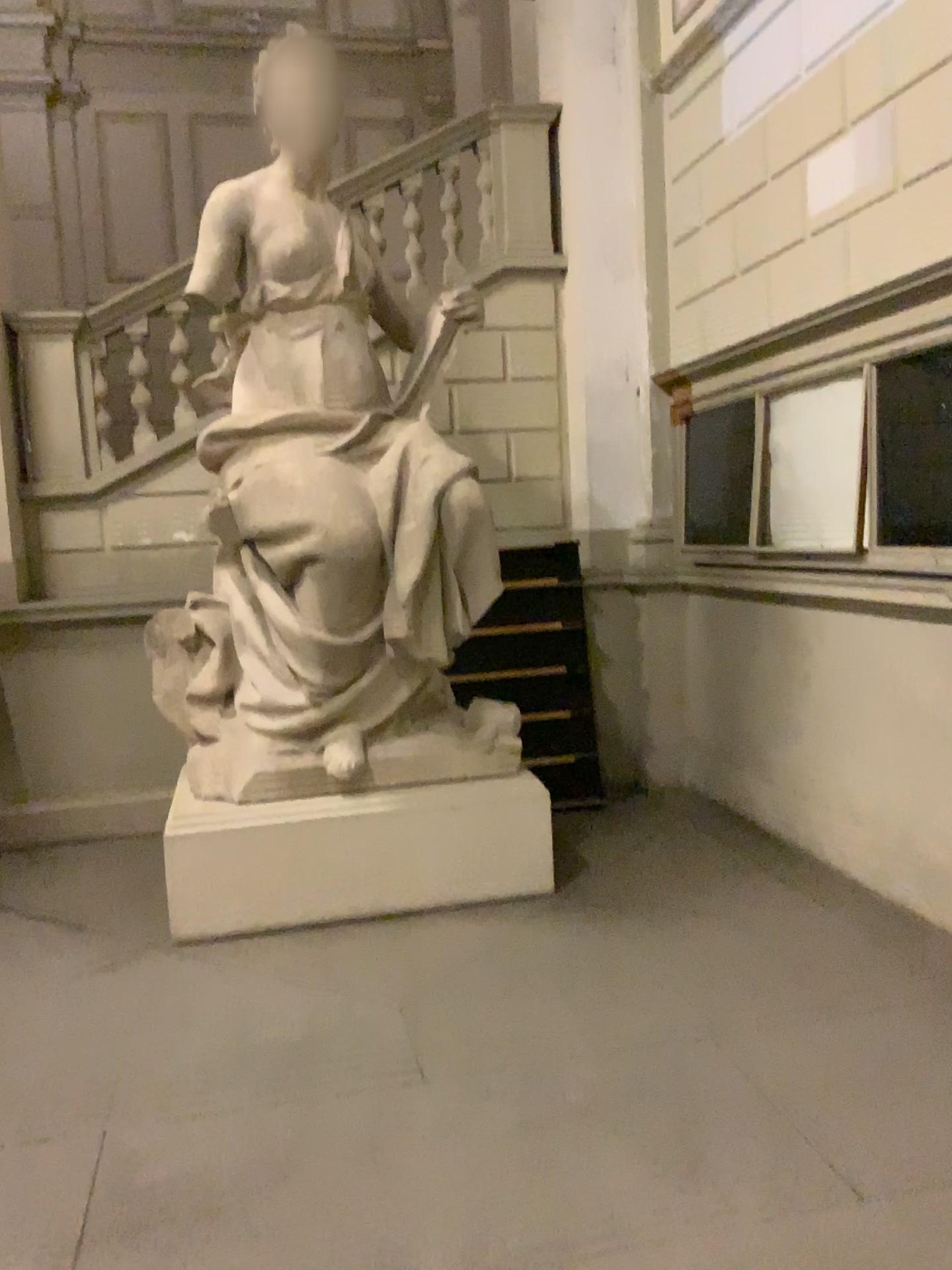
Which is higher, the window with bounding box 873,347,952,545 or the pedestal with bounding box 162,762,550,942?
the window with bounding box 873,347,952,545

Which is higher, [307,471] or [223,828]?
[307,471]

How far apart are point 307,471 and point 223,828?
1.46m

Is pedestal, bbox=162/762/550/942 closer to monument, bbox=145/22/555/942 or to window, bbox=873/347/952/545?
monument, bbox=145/22/555/942

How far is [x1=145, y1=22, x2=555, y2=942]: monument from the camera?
4.1 meters

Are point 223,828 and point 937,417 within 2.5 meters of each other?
no

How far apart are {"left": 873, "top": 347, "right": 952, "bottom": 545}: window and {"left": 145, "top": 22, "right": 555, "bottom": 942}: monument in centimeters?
158cm

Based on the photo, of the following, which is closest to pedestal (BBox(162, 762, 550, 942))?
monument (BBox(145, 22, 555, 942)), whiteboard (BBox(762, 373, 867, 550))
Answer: monument (BBox(145, 22, 555, 942))

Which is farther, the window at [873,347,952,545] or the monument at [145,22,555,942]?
the monument at [145,22,555,942]

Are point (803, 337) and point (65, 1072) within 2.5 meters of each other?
no
